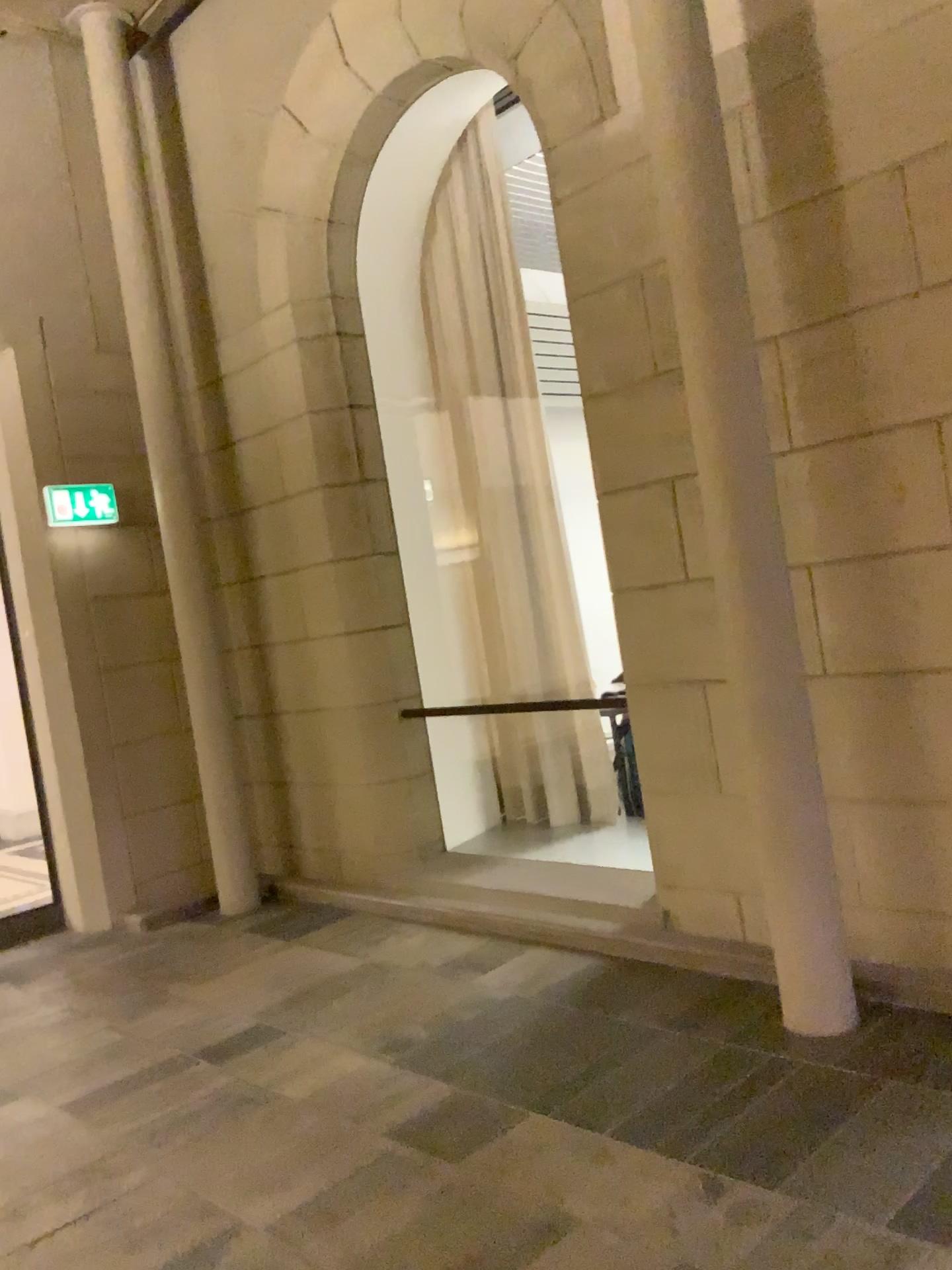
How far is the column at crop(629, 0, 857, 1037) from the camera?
3.1 meters

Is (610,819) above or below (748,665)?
below

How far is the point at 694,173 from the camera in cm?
307
